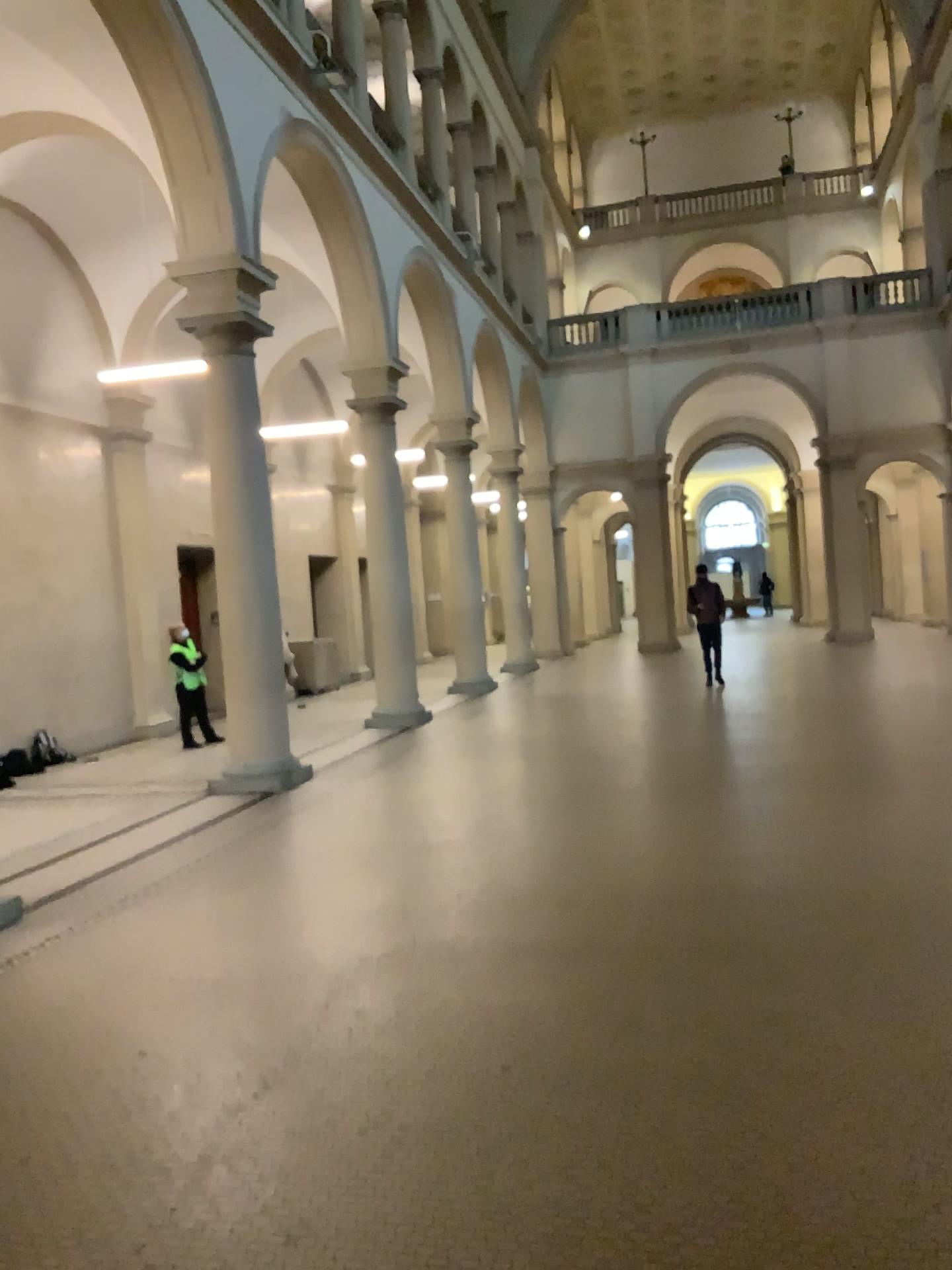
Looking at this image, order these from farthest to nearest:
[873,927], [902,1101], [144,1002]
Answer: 1. [873,927]
2. [144,1002]
3. [902,1101]
